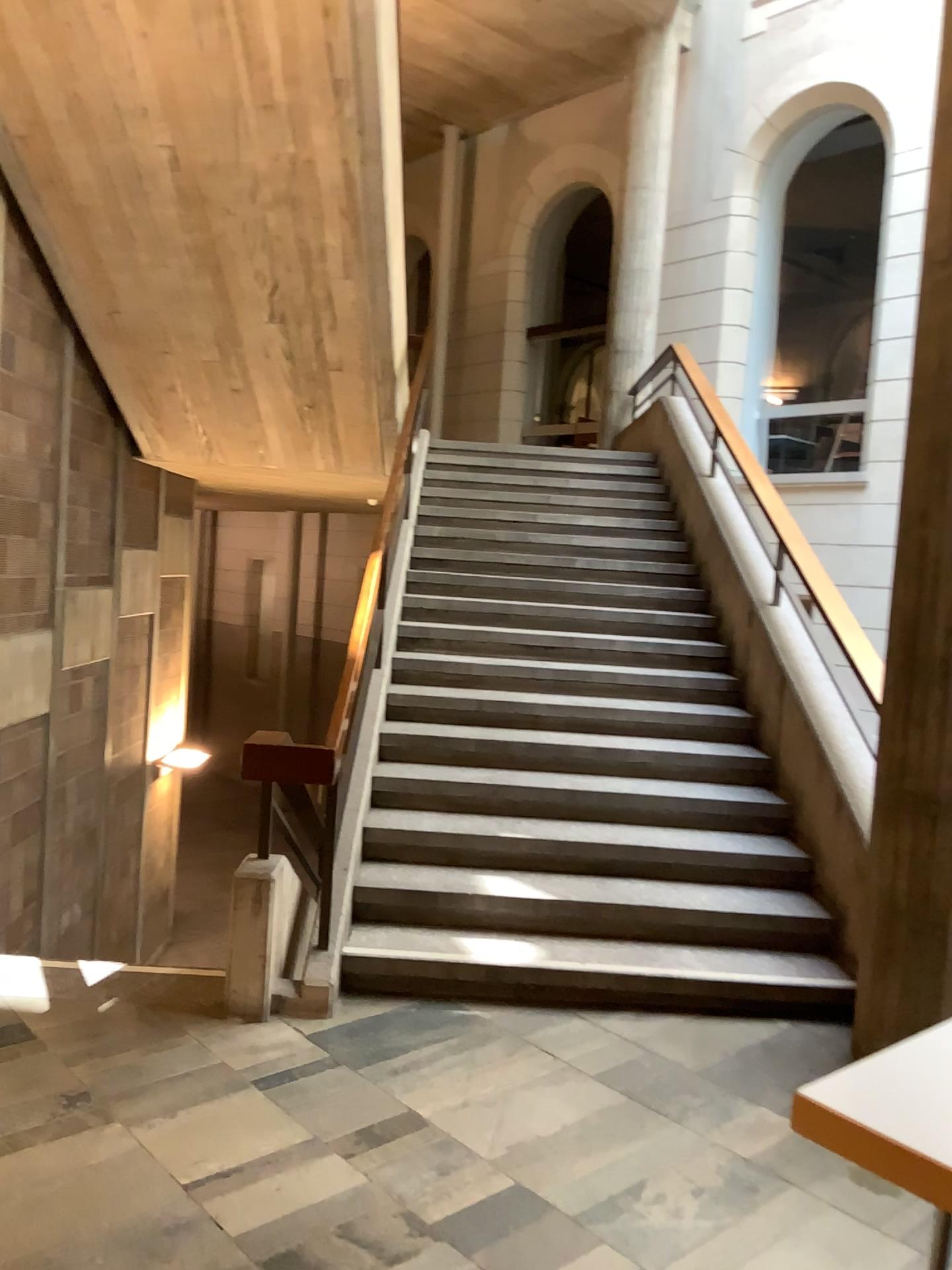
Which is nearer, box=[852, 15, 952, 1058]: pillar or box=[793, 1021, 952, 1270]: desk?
box=[793, 1021, 952, 1270]: desk

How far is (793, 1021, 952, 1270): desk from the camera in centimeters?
163cm

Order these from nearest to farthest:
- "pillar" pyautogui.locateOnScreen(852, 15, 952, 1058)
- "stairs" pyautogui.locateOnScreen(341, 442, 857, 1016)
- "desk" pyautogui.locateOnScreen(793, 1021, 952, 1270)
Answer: "desk" pyautogui.locateOnScreen(793, 1021, 952, 1270), "pillar" pyautogui.locateOnScreen(852, 15, 952, 1058), "stairs" pyautogui.locateOnScreen(341, 442, 857, 1016)

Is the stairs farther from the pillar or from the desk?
the desk

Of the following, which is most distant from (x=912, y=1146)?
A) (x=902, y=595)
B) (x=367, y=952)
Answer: (x=367, y=952)

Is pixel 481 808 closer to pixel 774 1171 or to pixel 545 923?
pixel 545 923

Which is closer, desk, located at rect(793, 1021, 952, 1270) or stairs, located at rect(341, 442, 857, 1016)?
desk, located at rect(793, 1021, 952, 1270)

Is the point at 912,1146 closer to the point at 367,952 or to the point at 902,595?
the point at 902,595

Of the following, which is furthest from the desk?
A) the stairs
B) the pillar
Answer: the stairs

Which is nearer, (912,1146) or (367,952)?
(912,1146)
